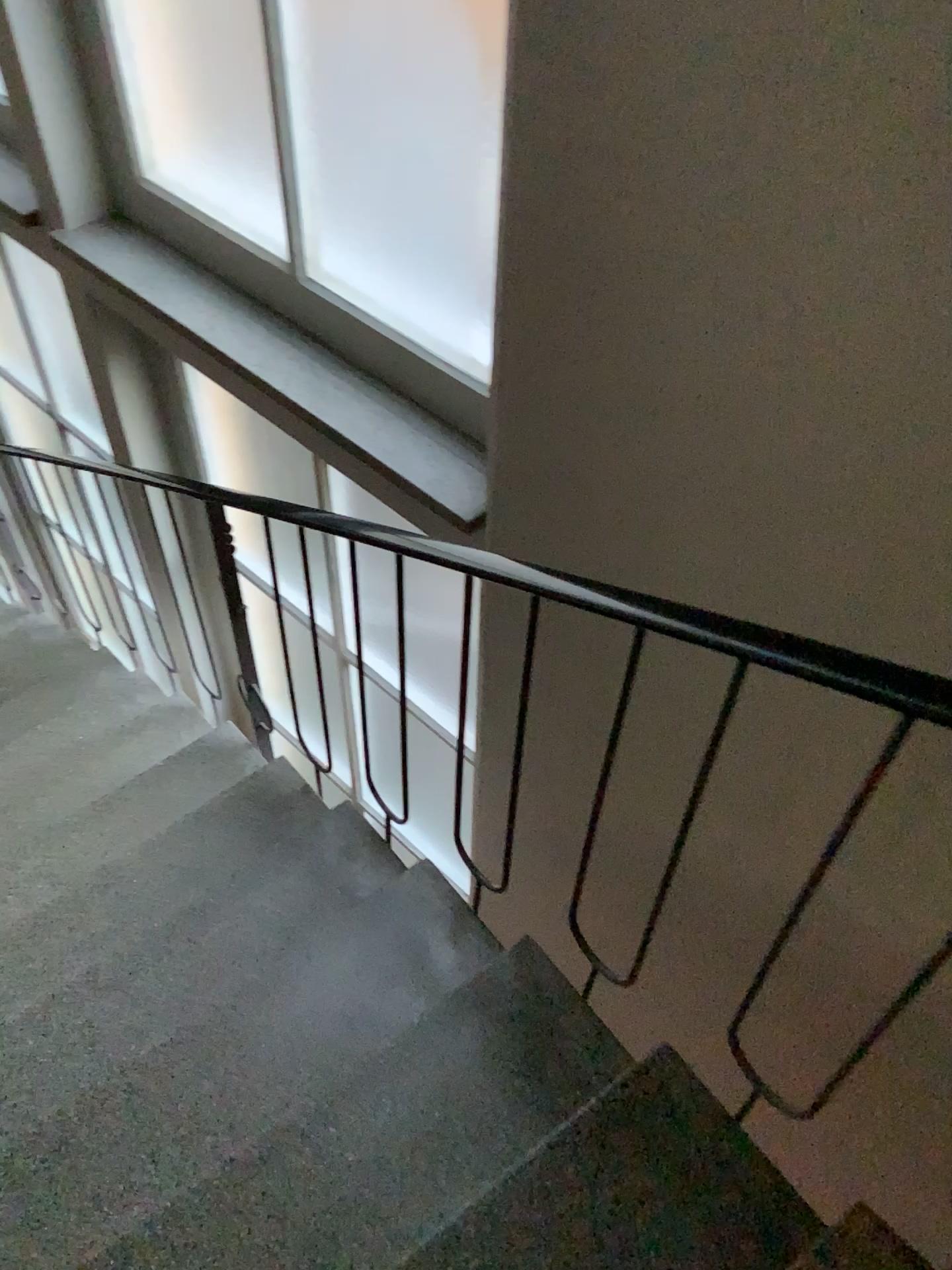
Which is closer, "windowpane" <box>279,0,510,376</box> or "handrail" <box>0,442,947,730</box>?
"handrail" <box>0,442,947,730</box>

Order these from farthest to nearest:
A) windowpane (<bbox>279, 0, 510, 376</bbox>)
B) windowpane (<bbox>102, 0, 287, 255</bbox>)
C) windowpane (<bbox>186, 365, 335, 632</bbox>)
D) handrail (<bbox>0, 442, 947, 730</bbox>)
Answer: windowpane (<bbox>186, 365, 335, 632</bbox>) < windowpane (<bbox>102, 0, 287, 255</bbox>) < windowpane (<bbox>279, 0, 510, 376</bbox>) < handrail (<bbox>0, 442, 947, 730</bbox>)

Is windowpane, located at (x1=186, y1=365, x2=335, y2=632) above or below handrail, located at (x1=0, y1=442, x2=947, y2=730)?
below

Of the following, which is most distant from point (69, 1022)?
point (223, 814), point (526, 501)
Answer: point (526, 501)

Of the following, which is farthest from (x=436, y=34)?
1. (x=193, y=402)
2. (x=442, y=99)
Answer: (x=193, y=402)

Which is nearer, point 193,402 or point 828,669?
point 828,669

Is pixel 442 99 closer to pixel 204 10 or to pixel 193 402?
pixel 204 10

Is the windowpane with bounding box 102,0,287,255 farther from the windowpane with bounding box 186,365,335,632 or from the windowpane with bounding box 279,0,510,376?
the windowpane with bounding box 186,365,335,632

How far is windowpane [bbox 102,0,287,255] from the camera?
2.3m

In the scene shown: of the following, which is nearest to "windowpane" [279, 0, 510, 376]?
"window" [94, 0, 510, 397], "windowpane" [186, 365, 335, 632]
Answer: "window" [94, 0, 510, 397]
